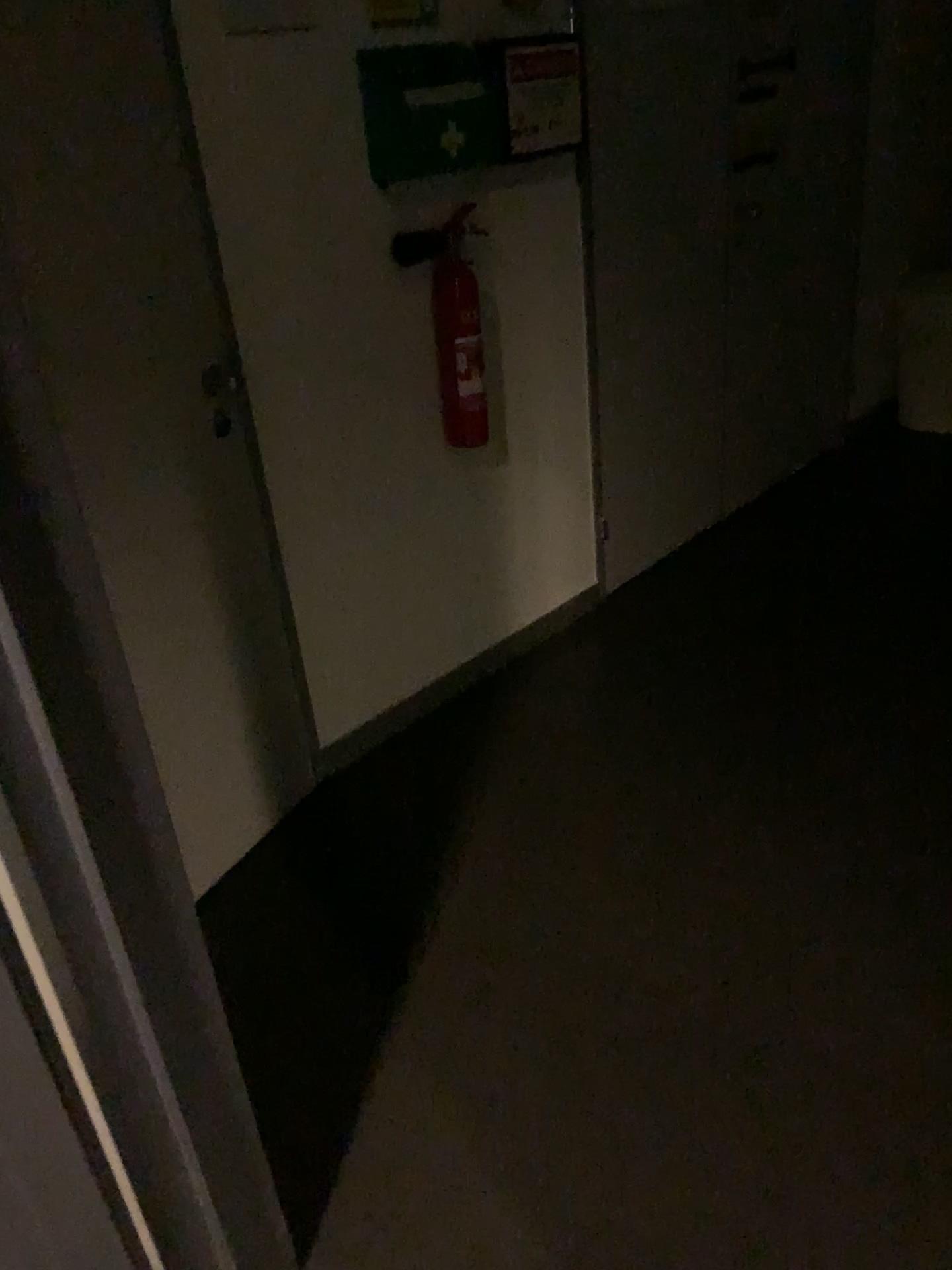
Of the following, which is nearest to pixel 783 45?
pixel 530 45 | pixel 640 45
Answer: pixel 640 45

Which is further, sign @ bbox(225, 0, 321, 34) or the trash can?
the trash can

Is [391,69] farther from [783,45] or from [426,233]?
[783,45]

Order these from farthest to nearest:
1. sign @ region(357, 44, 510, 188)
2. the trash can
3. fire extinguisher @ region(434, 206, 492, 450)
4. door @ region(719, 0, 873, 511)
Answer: the trash can → door @ region(719, 0, 873, 511) → fire extinguisher @ region(434, 206, 492, 450) → sign @ region(357, 44, 510, 188)

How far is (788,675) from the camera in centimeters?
279cm

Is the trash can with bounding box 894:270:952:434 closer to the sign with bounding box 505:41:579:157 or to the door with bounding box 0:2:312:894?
the sign with bounding box 505:41:579:157

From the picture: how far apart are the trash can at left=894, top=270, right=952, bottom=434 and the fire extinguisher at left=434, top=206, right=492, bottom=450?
2.5 meters

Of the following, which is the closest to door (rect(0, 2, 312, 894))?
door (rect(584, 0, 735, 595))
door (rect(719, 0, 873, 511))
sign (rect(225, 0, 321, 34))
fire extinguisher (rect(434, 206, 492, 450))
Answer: sign (rect(225, 0, 321, 34))

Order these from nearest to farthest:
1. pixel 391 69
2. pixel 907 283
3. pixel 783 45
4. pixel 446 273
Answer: pixel 391 69
pixel 446 273
pixel 783 45
pixel 907 283

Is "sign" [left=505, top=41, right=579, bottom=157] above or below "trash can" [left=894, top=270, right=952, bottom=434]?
above
